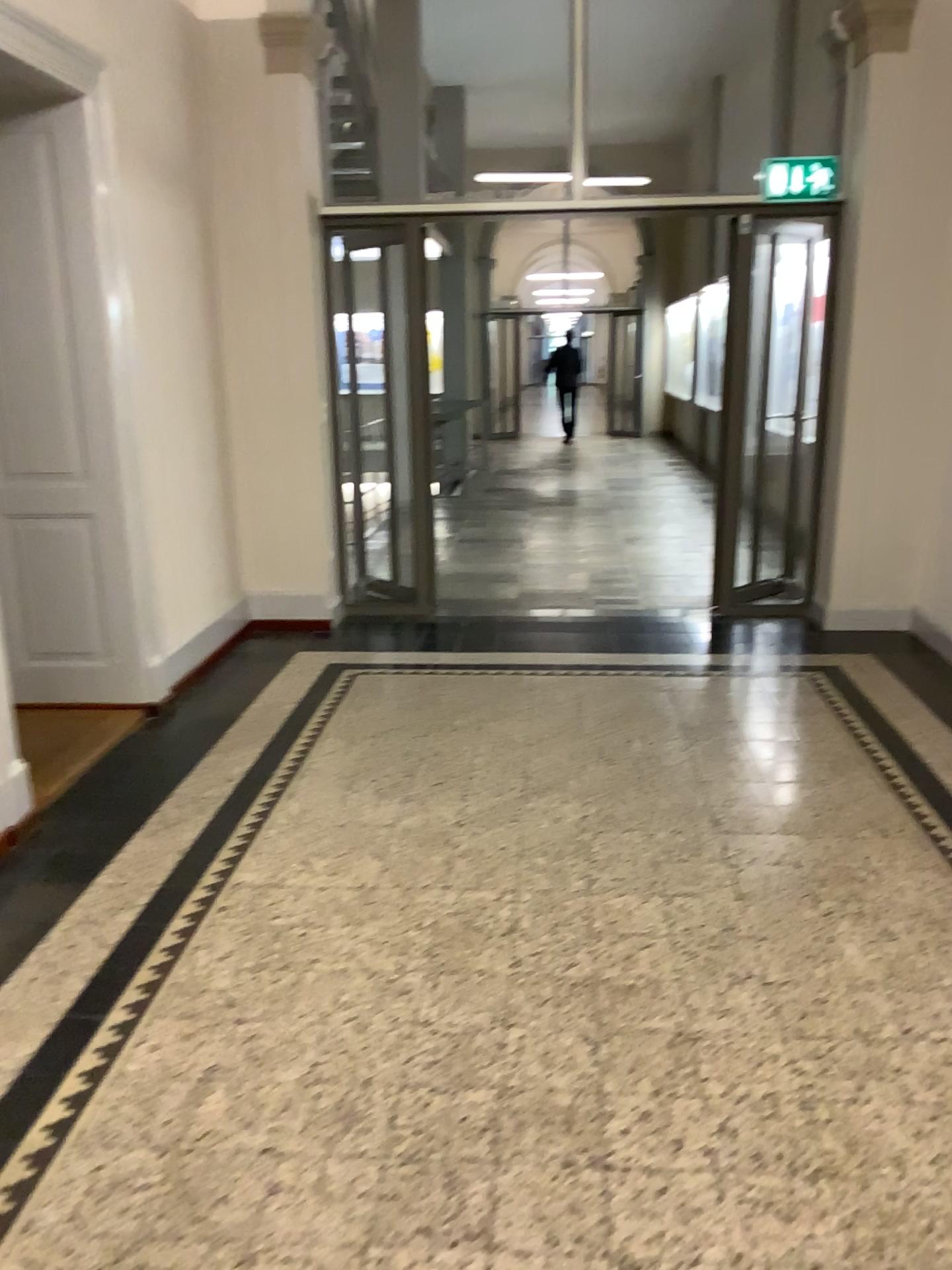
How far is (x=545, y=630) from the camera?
5.4 meters
